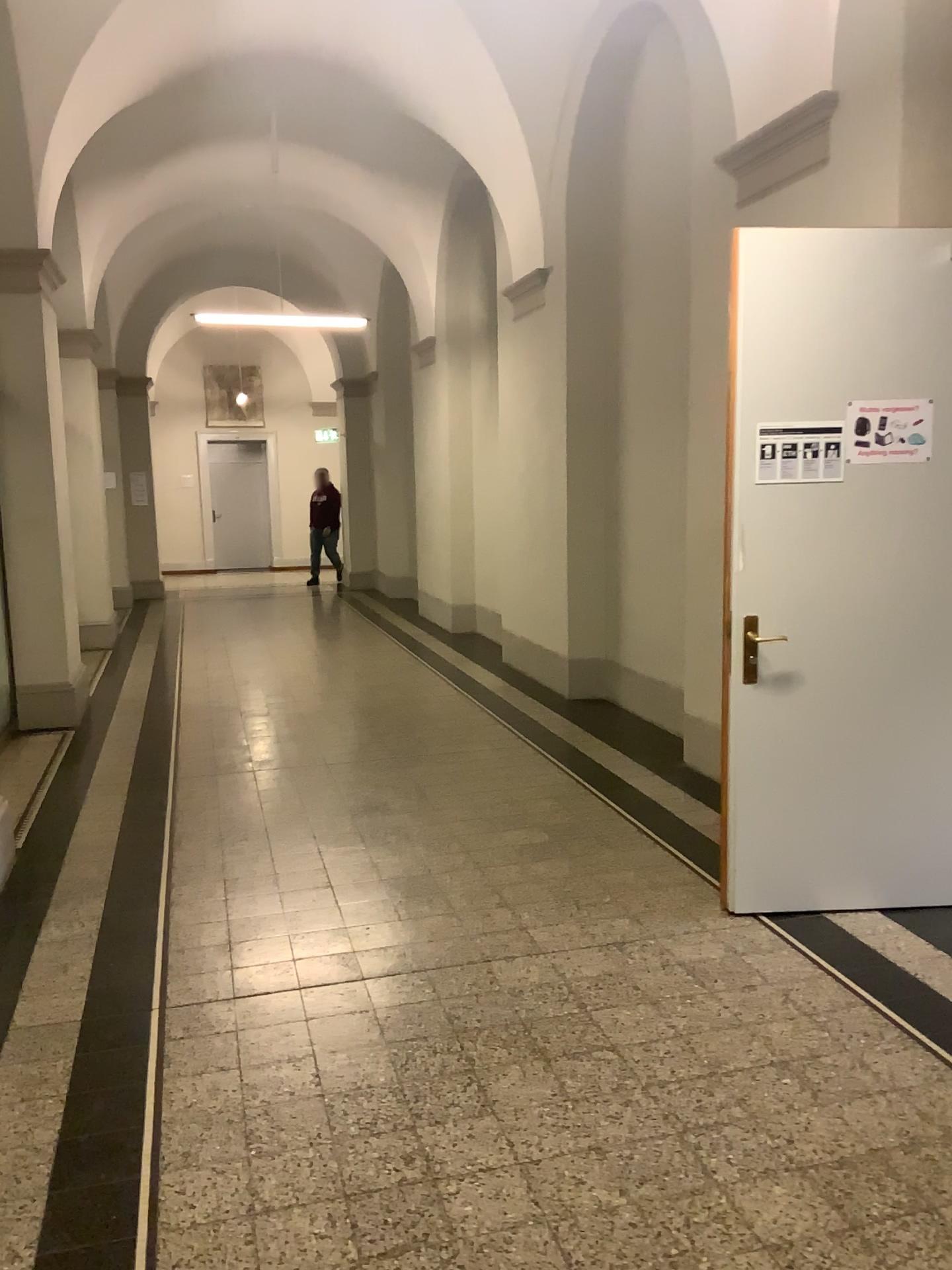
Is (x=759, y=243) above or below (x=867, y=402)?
above

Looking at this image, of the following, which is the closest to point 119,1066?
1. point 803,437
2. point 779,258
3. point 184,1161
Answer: point 184,1161

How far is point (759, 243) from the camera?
3.51m

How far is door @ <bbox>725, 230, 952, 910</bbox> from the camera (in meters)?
3.51

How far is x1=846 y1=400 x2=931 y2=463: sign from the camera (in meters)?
3.54

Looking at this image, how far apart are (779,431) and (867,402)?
0.3m

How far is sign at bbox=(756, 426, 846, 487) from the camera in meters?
3.5 m
